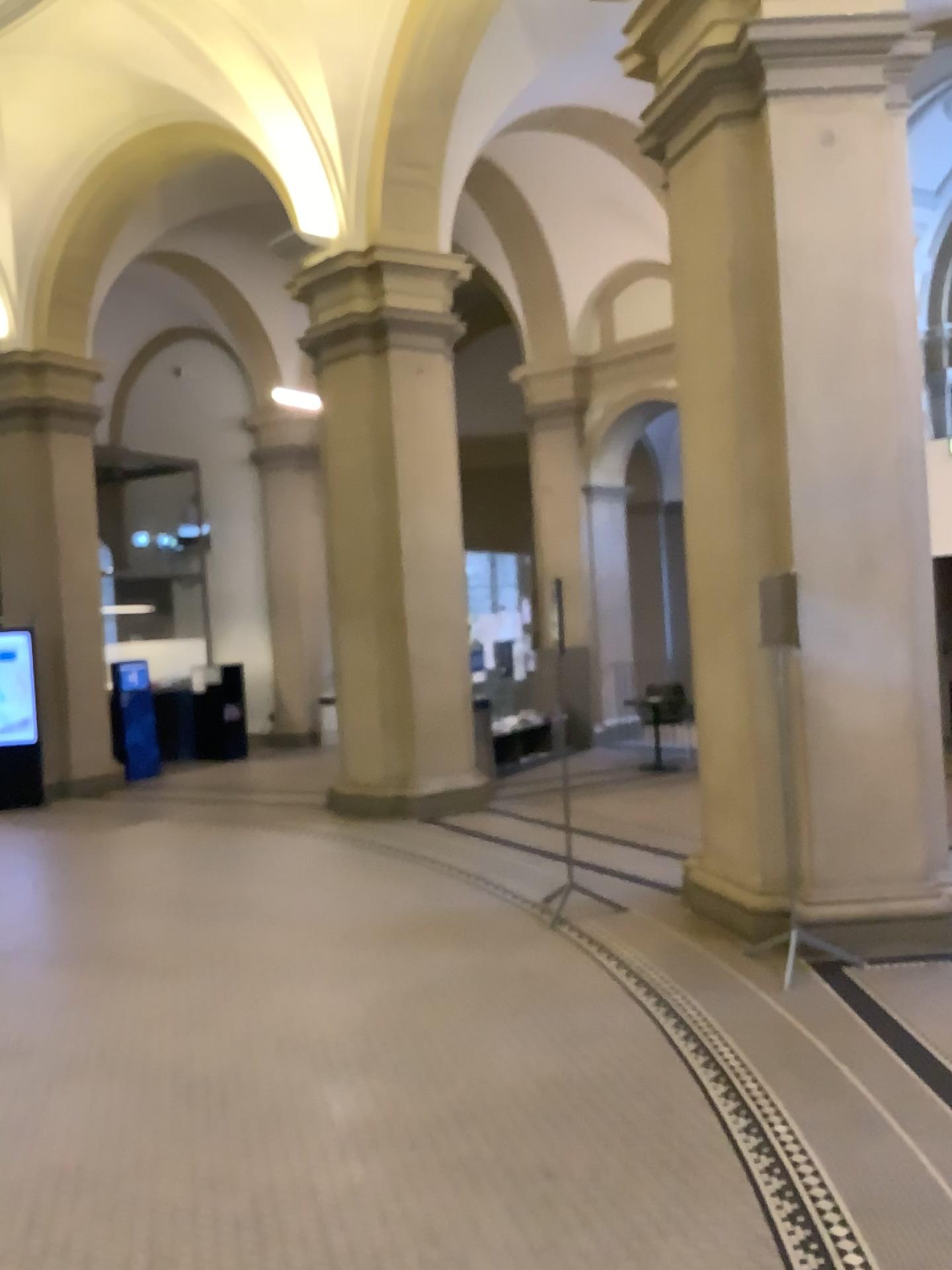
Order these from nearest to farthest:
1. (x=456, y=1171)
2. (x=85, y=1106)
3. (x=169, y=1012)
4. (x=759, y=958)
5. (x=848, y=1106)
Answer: (x=456, y=1171) < (x=848, y=1106) < (x=85, y=1106) < (x=169, y=1012) < (x=759, y=958)
